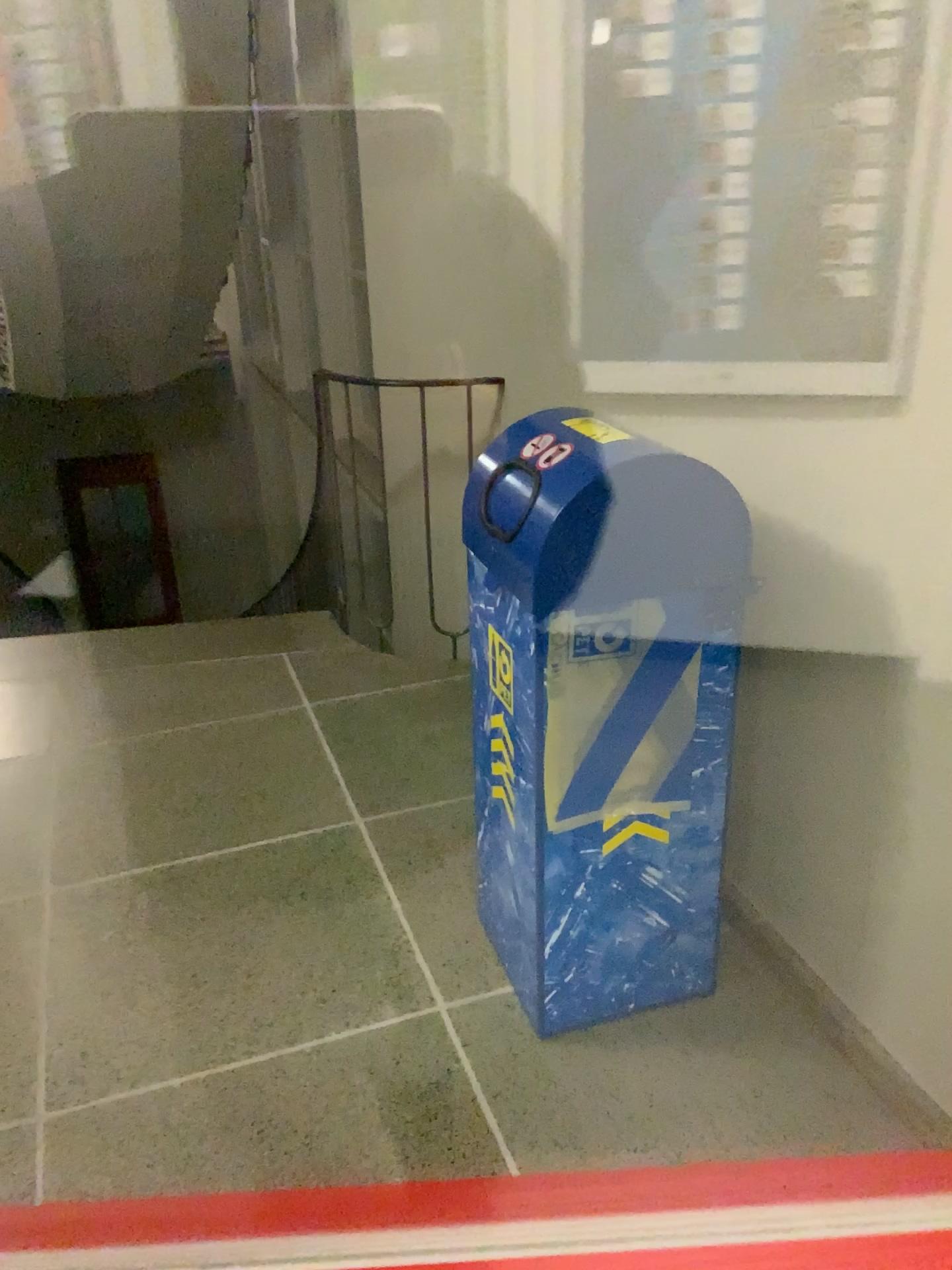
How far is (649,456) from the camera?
1.6 meters

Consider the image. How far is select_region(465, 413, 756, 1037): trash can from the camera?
1.6m

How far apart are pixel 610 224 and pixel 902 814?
1.4m

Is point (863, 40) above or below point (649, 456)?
above
